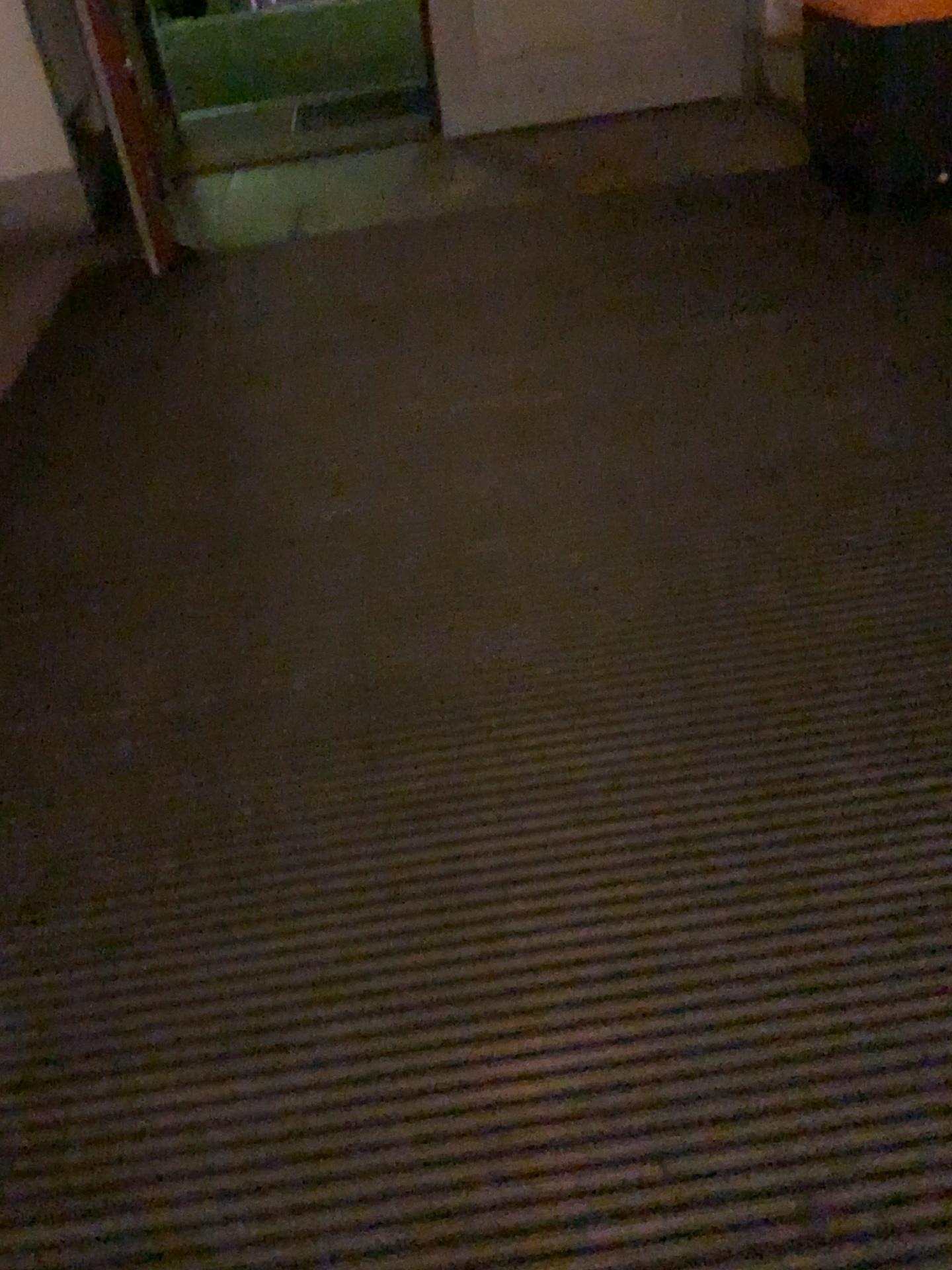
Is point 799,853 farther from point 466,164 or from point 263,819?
point 466,164
